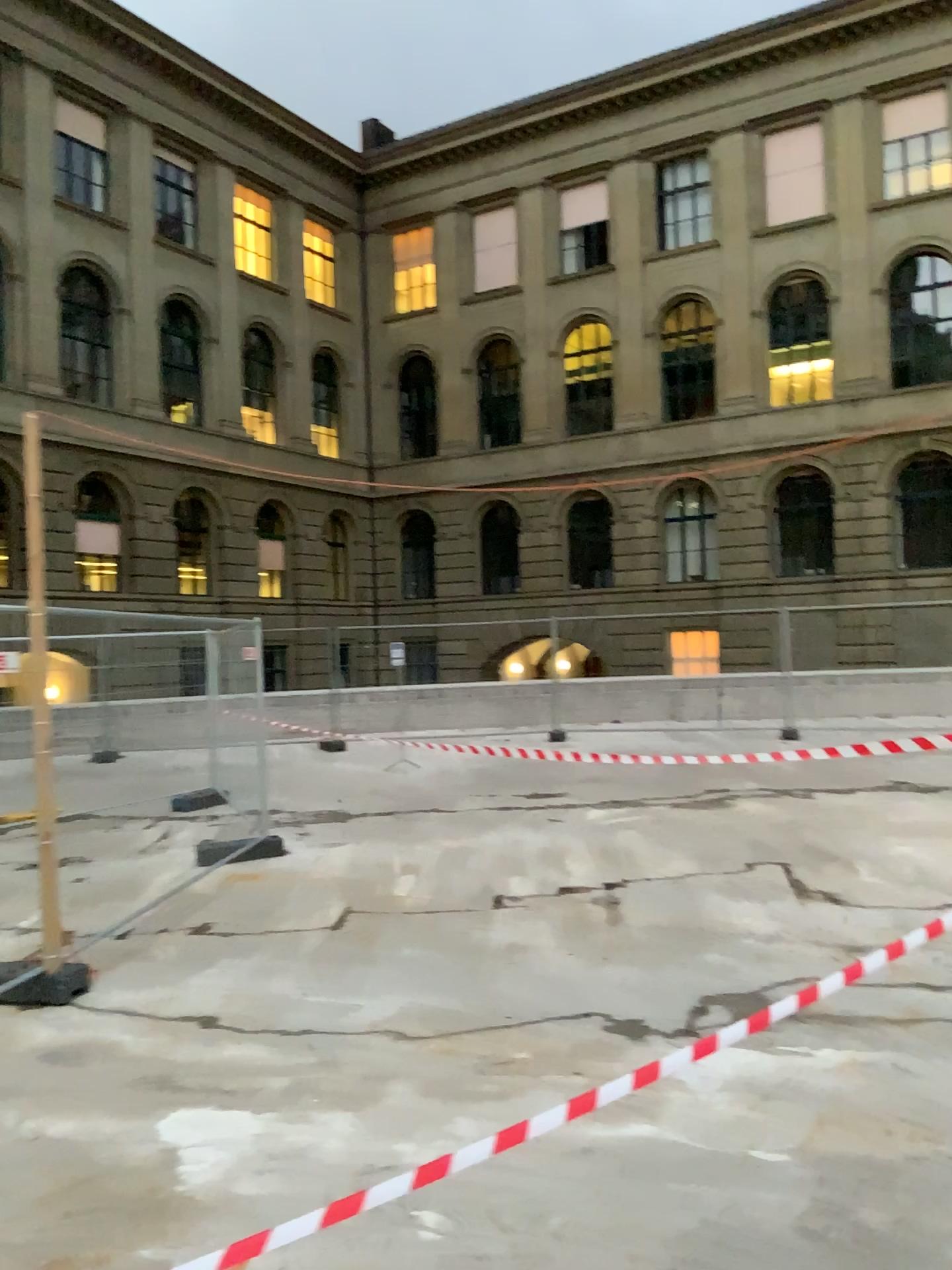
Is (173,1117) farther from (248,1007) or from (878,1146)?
(878,1146)
